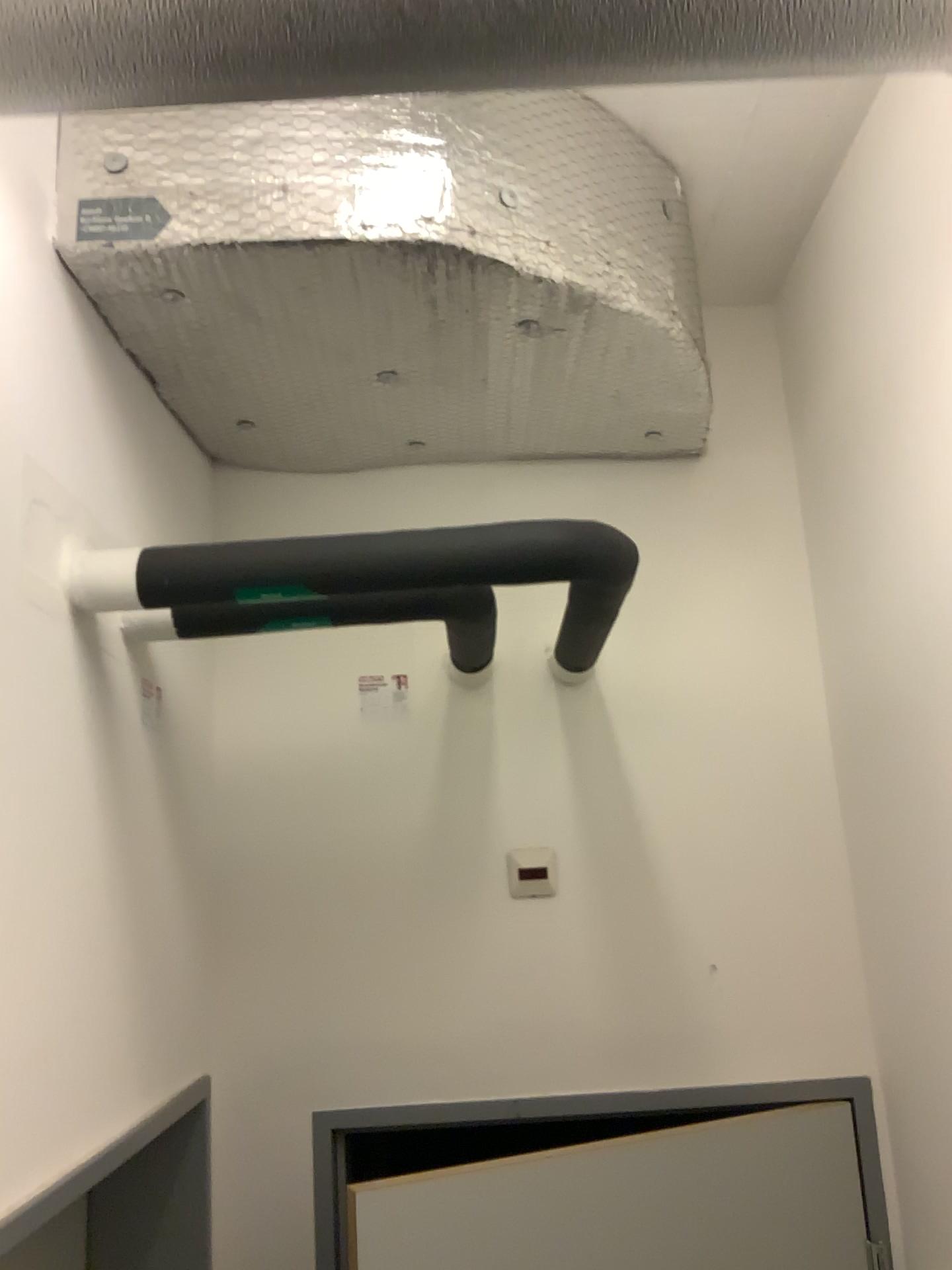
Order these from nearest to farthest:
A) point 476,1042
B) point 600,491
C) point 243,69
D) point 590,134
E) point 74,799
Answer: point 243,69 < point 74,799 < point 590,134 < point 476,1042 < point 600,491

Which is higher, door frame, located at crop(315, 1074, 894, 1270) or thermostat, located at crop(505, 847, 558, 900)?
thermostat, located at crop(505, 847, 558, 900)

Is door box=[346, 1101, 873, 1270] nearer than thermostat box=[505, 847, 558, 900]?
Yes

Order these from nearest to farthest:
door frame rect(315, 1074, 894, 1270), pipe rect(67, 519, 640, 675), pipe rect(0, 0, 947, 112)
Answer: pipe rect(0, 0, 947, 112) → pipe rect(67, 519, 640, 675) → door frame rect(315, 1074, 894, 1270)

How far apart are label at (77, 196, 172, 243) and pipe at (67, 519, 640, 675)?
0.4 meters

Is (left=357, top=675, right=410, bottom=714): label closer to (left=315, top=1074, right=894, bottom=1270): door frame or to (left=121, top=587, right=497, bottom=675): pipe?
(left=121, top=587, right=497, bottom=675): pipe

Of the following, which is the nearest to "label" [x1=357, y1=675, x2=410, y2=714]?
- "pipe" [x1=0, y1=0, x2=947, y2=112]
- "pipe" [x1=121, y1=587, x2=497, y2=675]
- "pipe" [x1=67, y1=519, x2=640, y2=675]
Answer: "pipe" [x1=121, y1=587, x2=497, y2=675]

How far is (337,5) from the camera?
0.7 meters

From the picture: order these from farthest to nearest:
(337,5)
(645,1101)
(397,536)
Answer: (645,1101) → (397,536) → (337,5)

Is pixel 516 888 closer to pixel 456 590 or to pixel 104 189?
pixel 456 590
